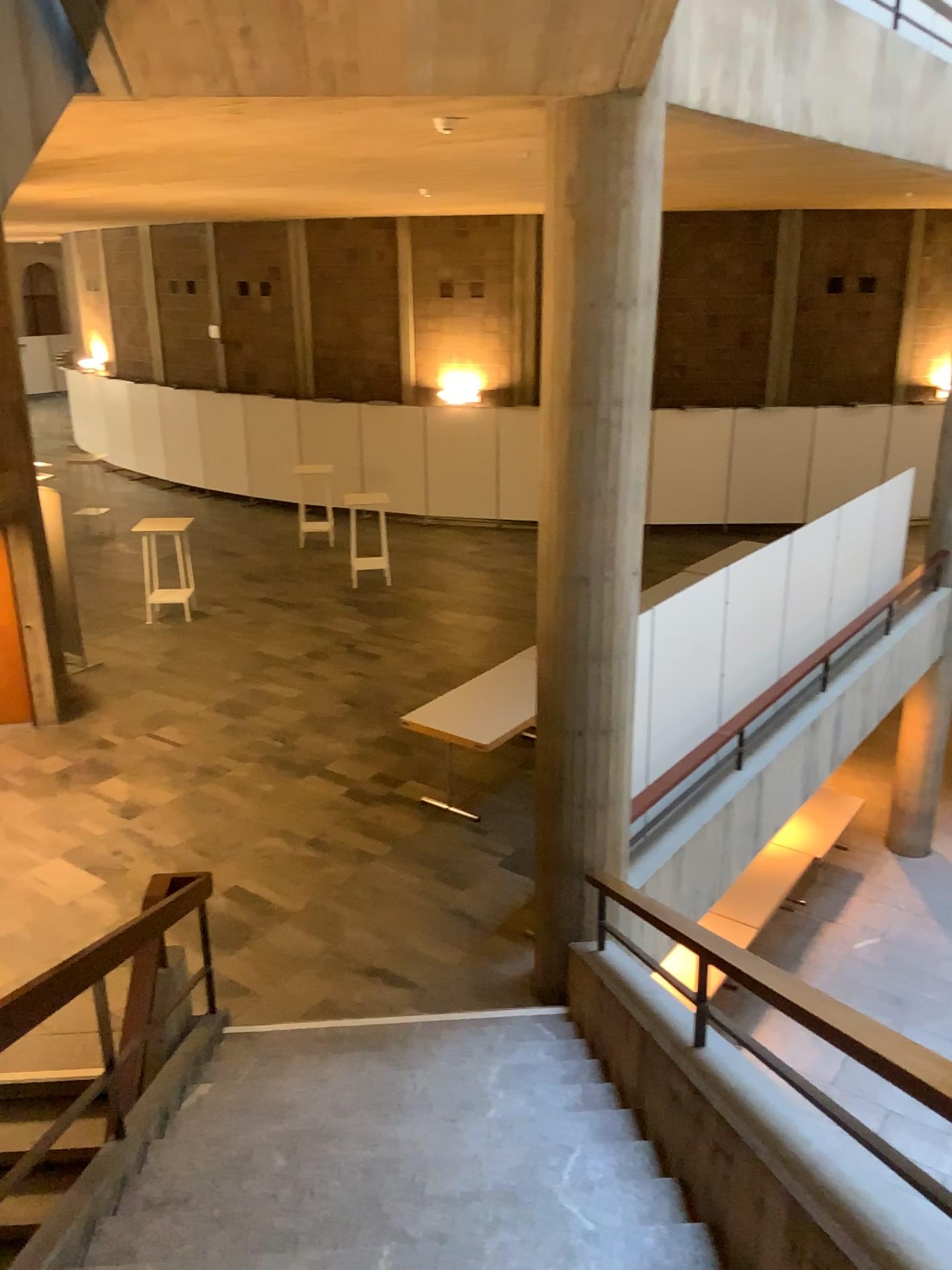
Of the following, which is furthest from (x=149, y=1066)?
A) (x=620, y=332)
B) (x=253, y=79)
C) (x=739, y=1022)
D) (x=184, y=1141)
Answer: (x=253, y=79)
